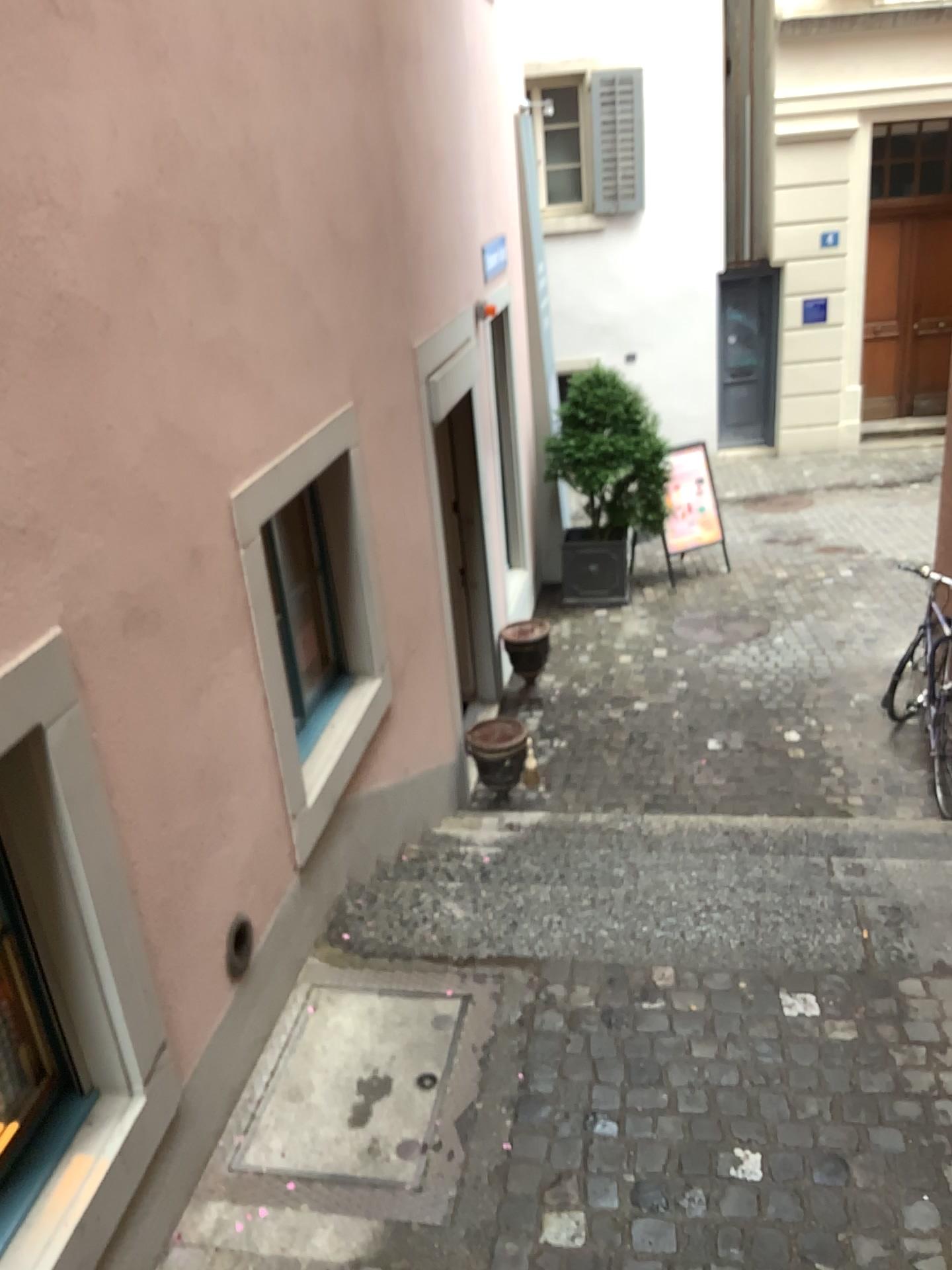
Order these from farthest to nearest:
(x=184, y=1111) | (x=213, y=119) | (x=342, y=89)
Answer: (x=342, y=89)
(x=213, y=119)
(x=184, y=1111)
